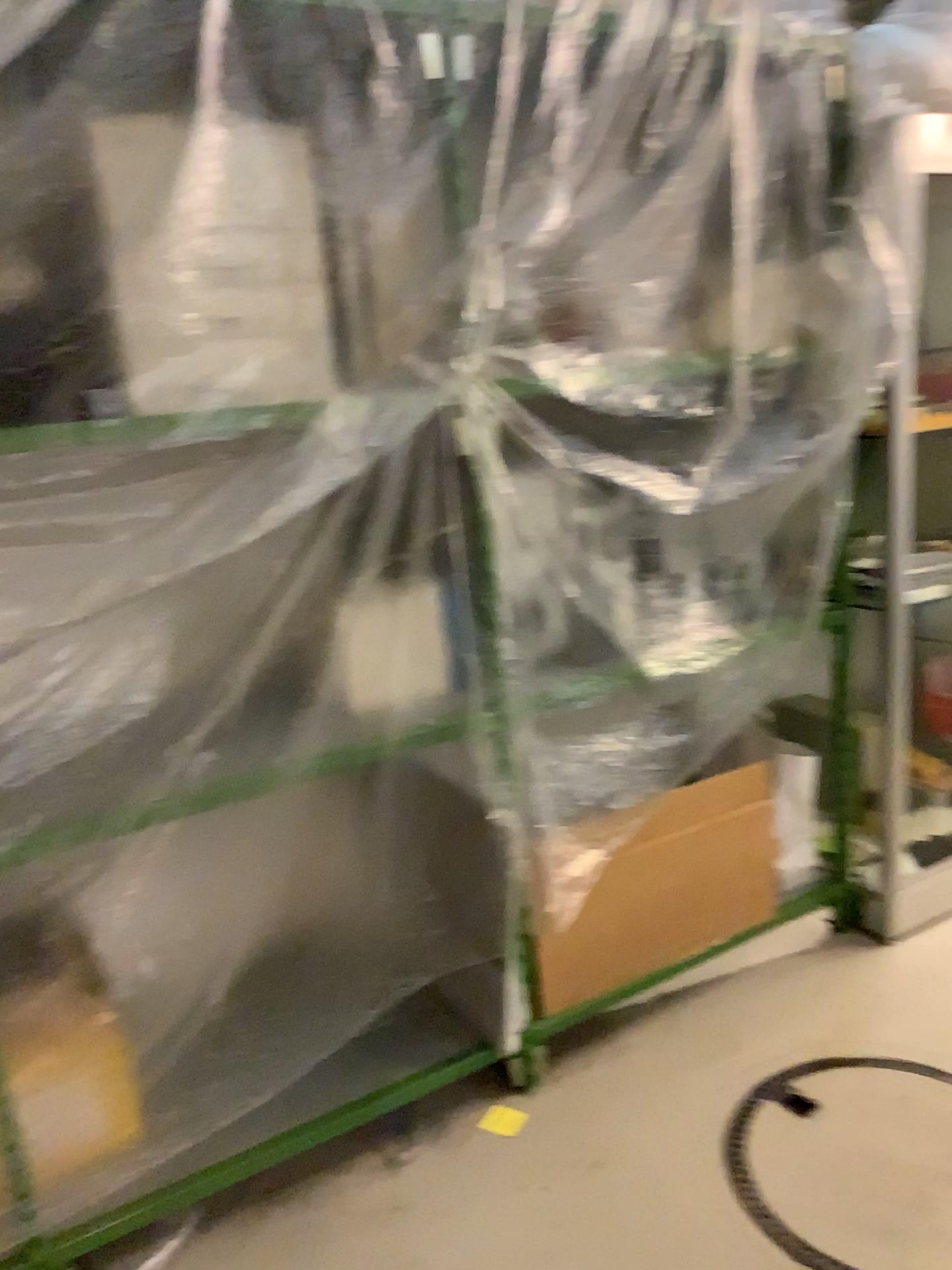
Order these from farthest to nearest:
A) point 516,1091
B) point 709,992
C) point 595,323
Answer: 1. point 709,992
2. point 516,1091
3. point 595,323

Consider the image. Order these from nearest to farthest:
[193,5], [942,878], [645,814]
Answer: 1. [193,5]
2. [645,814]
3. [942,878]

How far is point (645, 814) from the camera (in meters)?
2.34

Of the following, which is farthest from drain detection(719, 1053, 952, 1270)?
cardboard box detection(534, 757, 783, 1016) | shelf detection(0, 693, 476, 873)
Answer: shelf detection(0, 693, 476, 873)

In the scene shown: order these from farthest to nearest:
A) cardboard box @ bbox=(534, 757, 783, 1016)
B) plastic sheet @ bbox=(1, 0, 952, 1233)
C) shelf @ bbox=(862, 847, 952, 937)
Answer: shelf @ bbox=(862, 847, 952, 937) → cardboard box @ bbox=(534, 757, 783, 1016) → plastic sheet @ bbox=(1, 0, 952, 1233)

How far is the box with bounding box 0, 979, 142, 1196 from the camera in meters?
1.9 m

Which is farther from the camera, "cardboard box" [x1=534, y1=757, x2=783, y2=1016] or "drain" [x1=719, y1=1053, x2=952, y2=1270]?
"cardboard box" [x1=534, y1=757, x2=783, y2=1016]

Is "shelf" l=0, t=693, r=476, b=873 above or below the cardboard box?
above

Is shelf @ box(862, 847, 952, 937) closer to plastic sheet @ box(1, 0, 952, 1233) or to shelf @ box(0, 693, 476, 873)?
plastic sheet @ box(1, 0, 952, 1233)

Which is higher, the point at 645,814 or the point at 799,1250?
the point at 645,814
